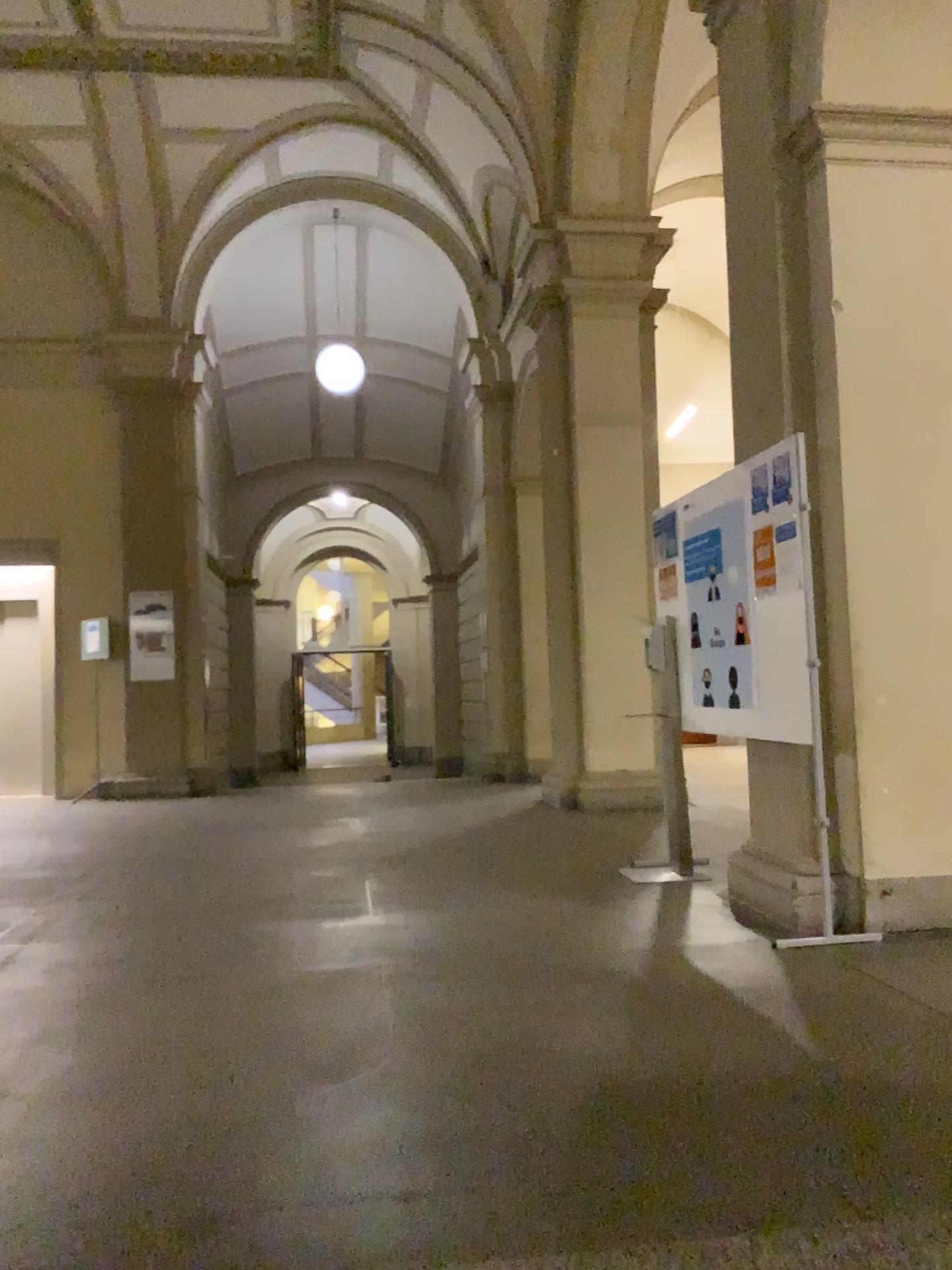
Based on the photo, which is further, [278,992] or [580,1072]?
[278,992]
